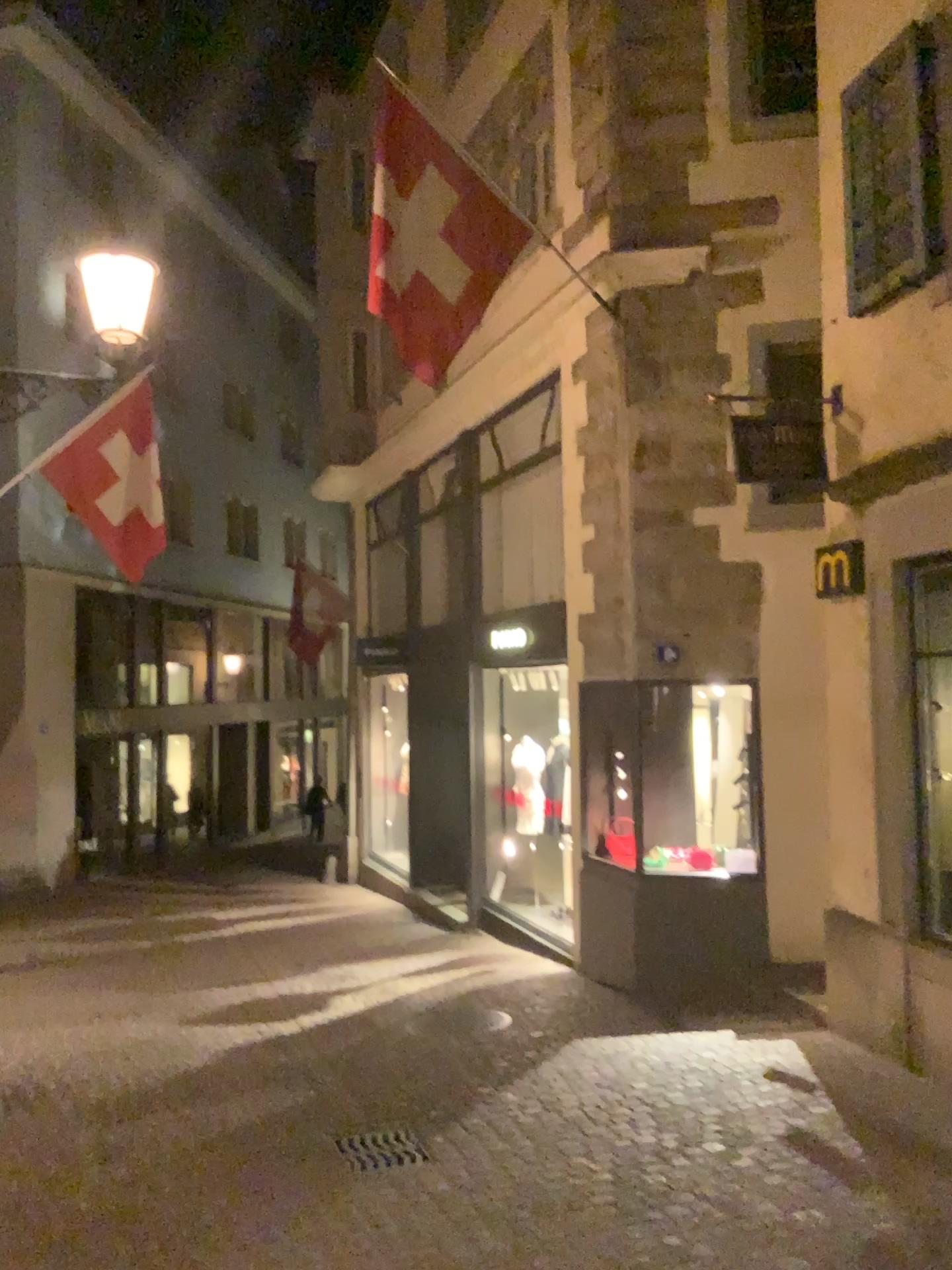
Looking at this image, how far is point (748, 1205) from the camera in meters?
4.0 m
